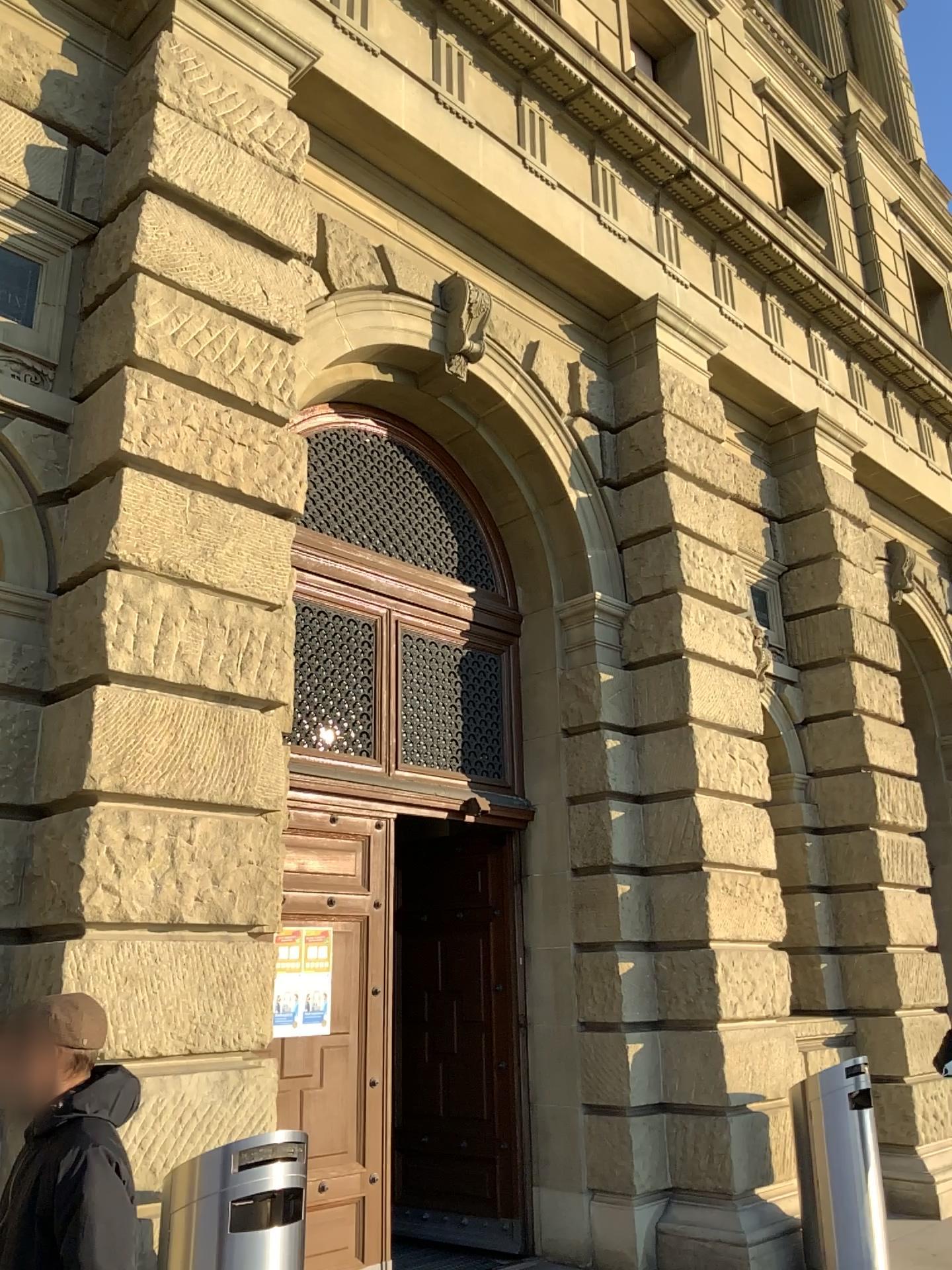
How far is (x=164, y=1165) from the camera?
4.1m

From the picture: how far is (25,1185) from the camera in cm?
218

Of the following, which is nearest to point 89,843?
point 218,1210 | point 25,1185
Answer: point 218,1210

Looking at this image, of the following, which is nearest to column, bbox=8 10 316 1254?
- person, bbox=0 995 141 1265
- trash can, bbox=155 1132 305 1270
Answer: trash can, bbox=155 1132 305 1270

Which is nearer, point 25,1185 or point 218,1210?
point 25,1185

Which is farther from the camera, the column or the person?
the column

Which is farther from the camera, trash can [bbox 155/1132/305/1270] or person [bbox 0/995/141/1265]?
trash can [bbox 155/1132/305/1270]

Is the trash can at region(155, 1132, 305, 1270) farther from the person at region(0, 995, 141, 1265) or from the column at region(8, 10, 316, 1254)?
the person at region(0, 995, 141, 1265)

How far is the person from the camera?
2.18m
